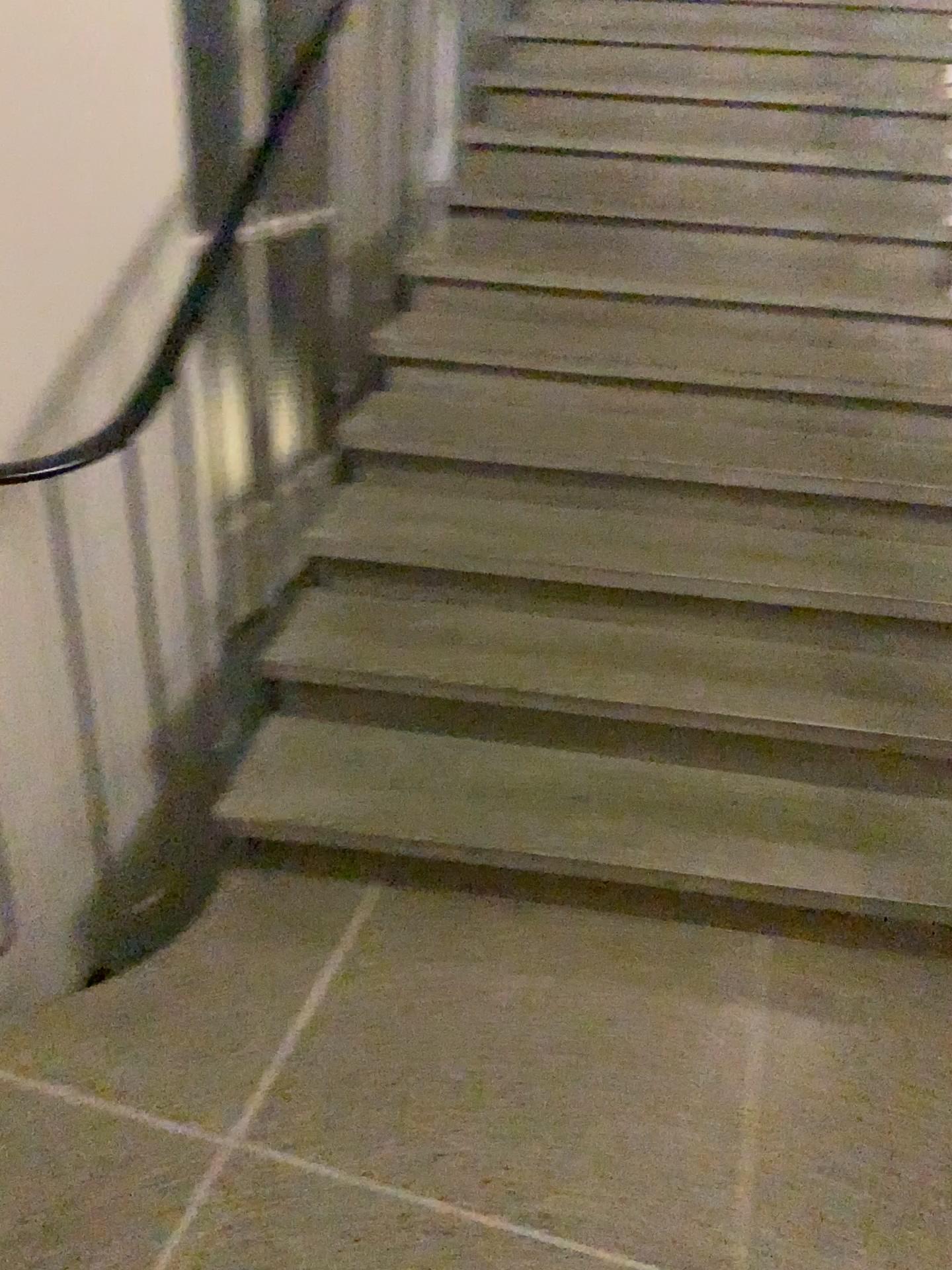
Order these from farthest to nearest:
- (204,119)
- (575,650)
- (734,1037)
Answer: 1. (204,119)
2. (575,650)
3. (734,1037)
